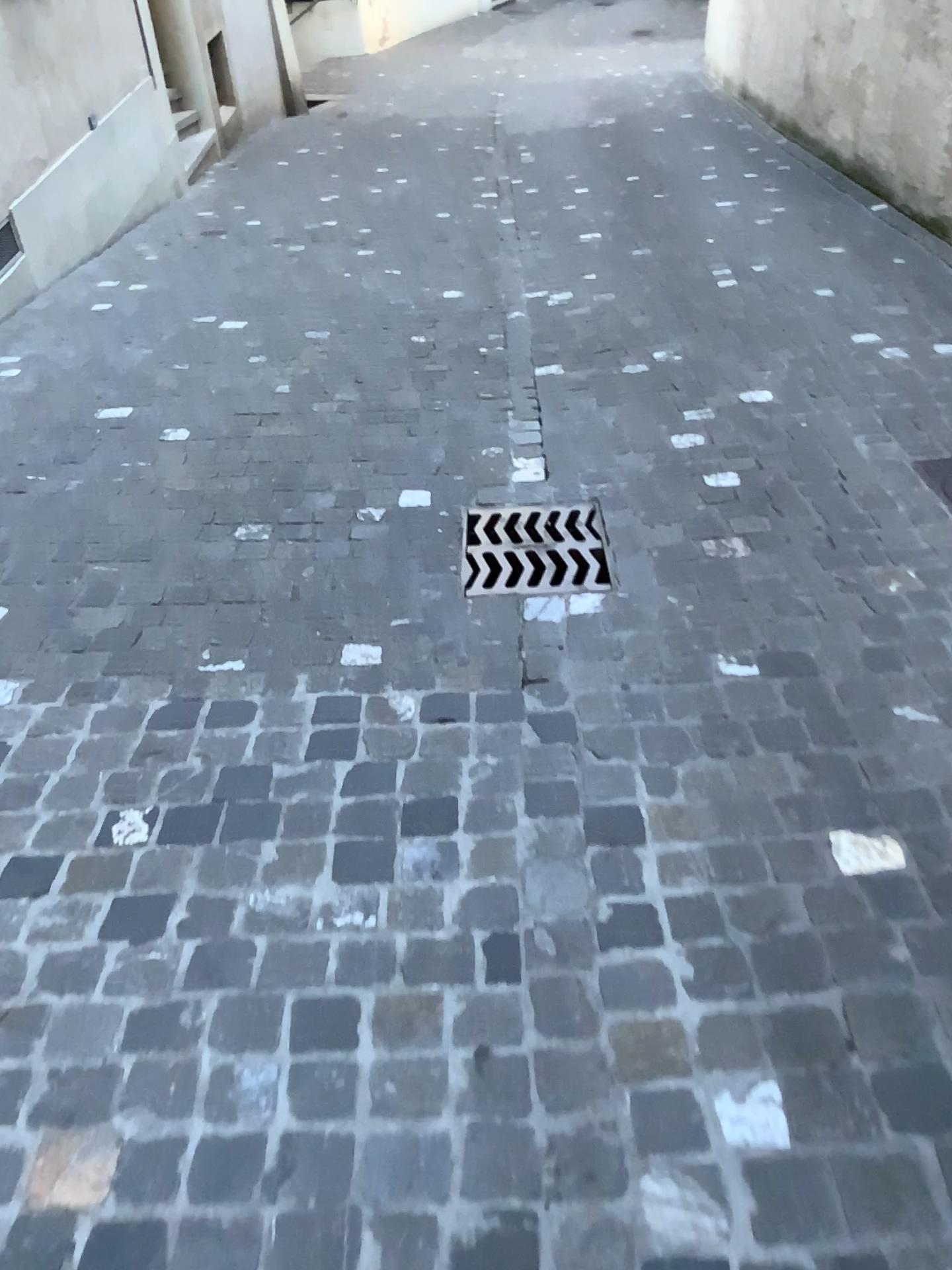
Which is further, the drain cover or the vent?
the vent

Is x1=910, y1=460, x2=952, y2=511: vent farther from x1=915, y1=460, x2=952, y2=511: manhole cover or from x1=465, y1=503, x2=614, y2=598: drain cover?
x1=465, y1=503, x2=614, y2=598: drain cover

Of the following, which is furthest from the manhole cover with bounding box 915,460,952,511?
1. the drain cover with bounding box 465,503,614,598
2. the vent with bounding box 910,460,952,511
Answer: the drain cover with bounding box 465,503,614,598

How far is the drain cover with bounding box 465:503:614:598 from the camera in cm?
256

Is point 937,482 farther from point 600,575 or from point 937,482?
point 600,575

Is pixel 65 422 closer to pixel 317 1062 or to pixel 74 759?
pixel 74 759

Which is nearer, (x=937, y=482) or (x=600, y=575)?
(x=600, y=575)

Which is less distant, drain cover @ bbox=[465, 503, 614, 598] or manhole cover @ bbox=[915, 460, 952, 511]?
drain cover @ bbox=[465, 503, 614, 598]

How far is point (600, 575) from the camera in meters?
2.6 m
